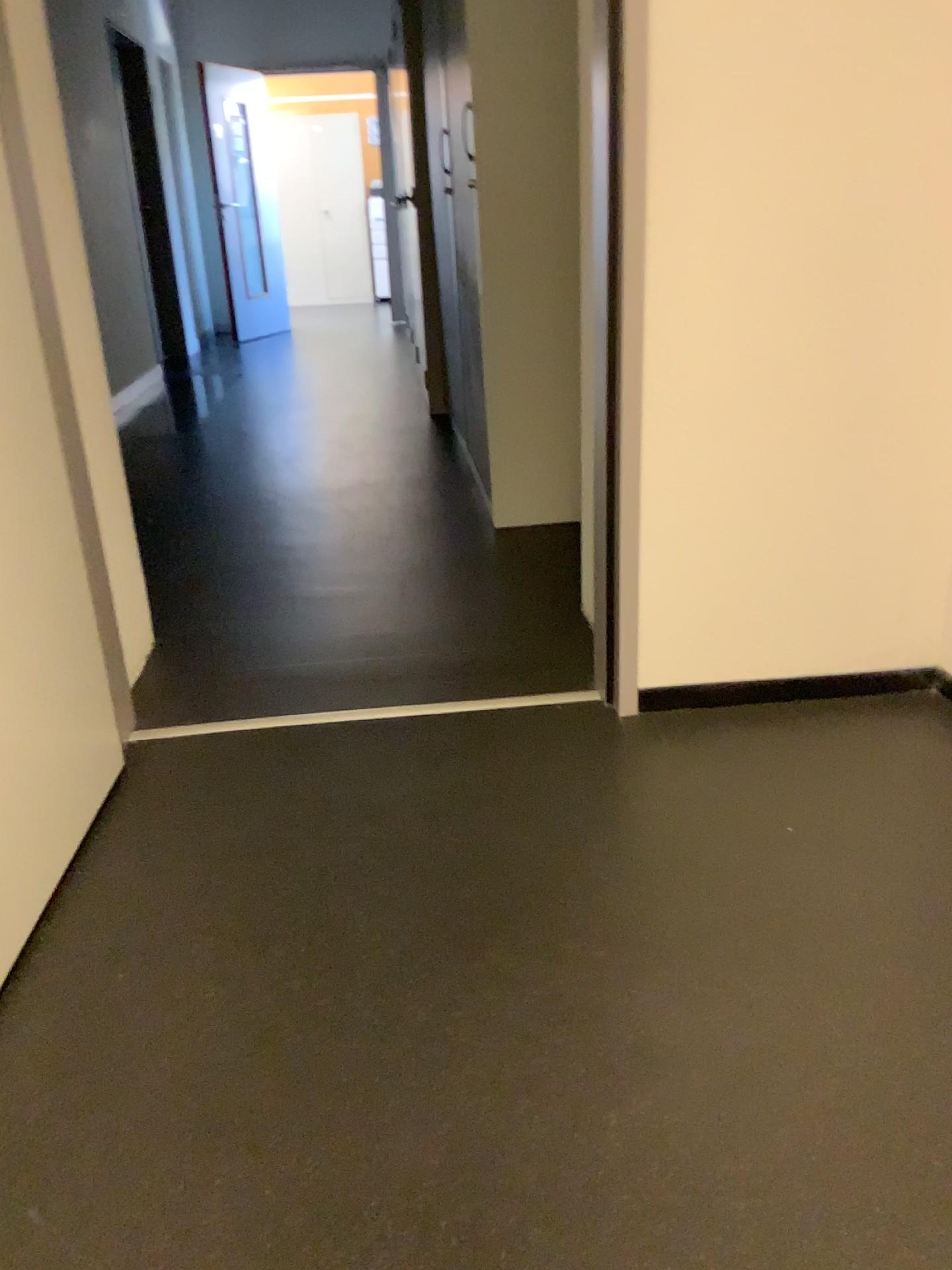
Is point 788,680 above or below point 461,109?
below

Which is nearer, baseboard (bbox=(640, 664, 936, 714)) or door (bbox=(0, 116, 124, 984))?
door (bbox=(0, 116, 124, 984))

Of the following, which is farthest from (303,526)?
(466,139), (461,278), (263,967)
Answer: (263,967)

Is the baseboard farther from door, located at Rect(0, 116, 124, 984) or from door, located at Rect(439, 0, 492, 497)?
door, located at Rect(439, 0, 492, 497)

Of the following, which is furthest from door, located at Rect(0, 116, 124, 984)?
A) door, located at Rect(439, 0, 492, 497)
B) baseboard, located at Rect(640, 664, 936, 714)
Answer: door, located at Rect(439, 0, 492, 497)

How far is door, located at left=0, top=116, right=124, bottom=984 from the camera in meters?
1.4 m

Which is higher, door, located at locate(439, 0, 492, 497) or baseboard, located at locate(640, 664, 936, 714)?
door, located at locate(439, 0, 492, 497)

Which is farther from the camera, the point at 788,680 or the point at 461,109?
the point at 461,109

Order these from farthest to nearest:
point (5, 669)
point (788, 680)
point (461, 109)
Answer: point (461, 109) < point (788, 680) < point (5, 669)

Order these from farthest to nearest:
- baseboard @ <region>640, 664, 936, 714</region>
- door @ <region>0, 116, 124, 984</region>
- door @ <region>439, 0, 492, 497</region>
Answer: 1. door @ <region>439, 0, 492, 497</region>
2. baseboard @ <region>640, 664, 936, 714</region>
3. door @ <region>0, 116, 124, 984</region>
